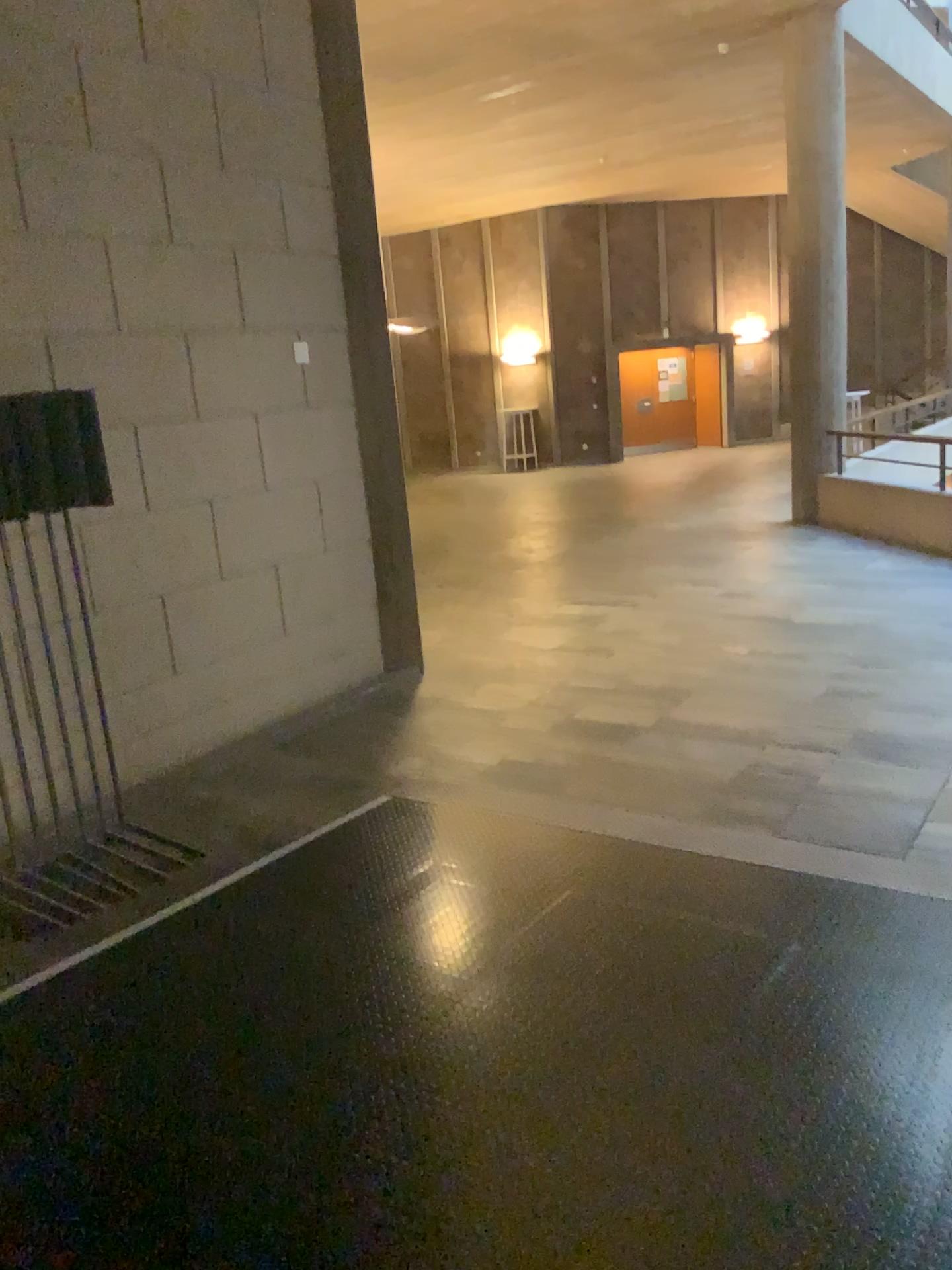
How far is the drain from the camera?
3.7 meters

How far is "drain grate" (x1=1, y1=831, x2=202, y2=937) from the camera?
3.72m

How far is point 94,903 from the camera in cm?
372

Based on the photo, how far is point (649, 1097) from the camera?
2.4 meters

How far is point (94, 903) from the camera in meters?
3.7 m
